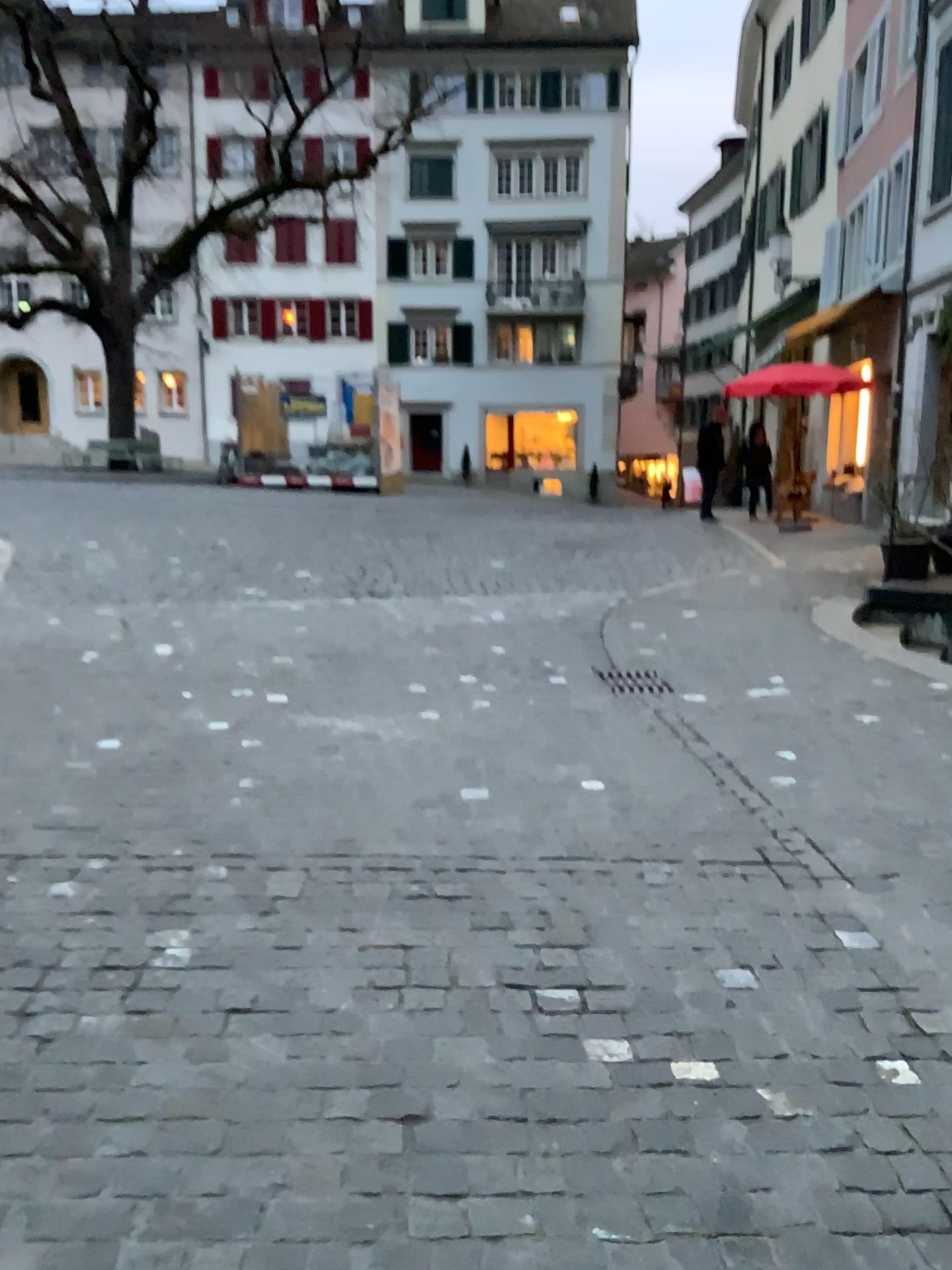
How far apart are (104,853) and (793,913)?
2.12m
